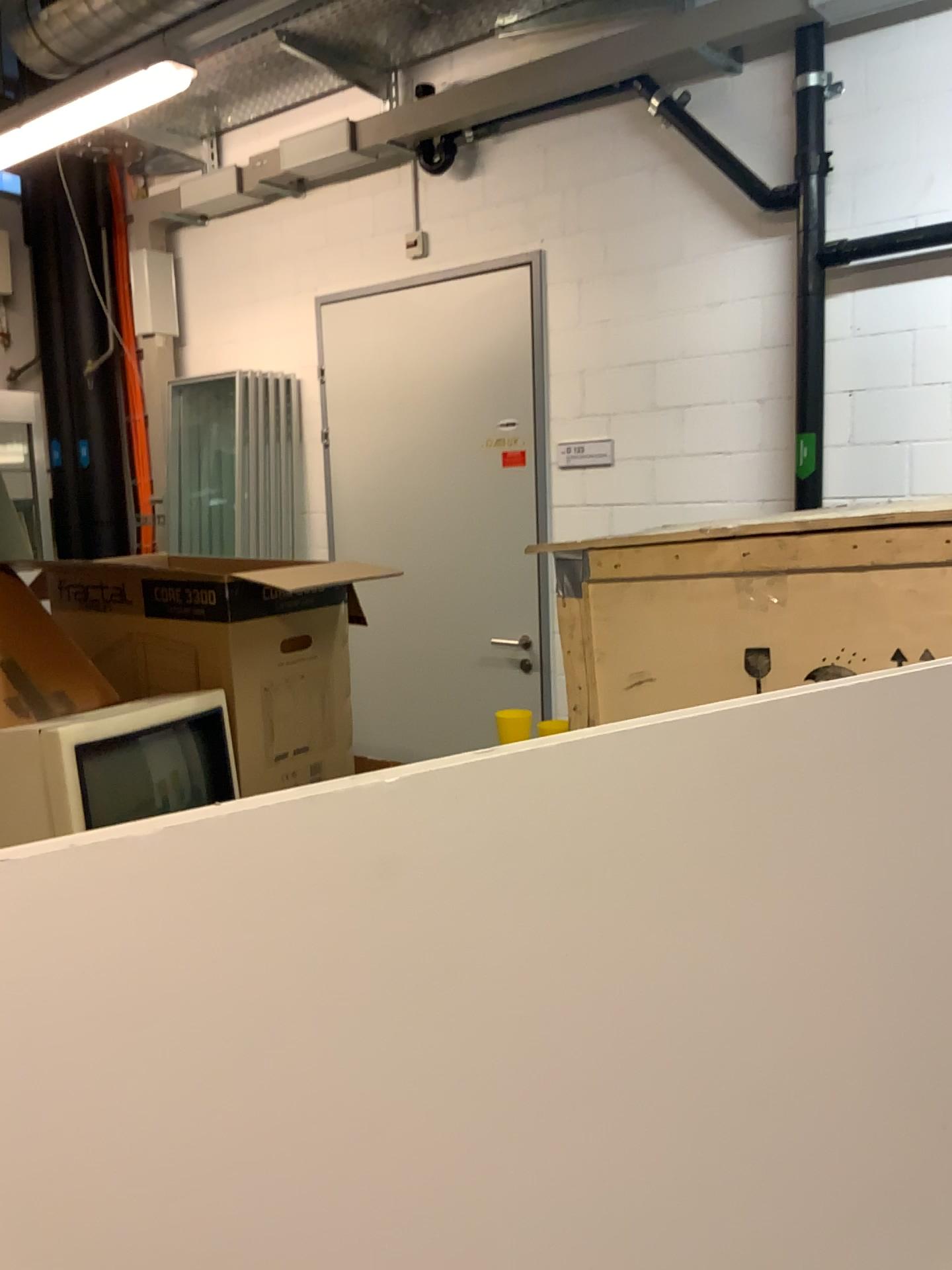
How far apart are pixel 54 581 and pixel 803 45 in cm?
248

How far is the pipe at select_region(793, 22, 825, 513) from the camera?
→ 2.95m

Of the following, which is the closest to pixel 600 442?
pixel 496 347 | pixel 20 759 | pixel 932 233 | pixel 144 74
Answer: pixel 496 347

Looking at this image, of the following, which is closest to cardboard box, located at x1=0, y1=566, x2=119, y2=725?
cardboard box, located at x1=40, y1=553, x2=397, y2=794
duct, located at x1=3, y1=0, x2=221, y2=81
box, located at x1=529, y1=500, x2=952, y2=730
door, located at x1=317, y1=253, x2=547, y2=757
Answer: cardboard box, located at x1=40, y1=553, x2=397, y2=794

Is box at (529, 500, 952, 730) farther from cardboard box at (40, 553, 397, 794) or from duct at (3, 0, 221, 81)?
duct at (3, 0, 221, 81)

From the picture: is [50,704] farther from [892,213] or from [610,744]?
[892,213]

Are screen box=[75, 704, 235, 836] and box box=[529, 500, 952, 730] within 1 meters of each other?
yes

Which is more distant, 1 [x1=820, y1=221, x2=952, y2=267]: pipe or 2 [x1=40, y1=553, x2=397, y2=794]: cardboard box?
1 [x1=820, y1=221, x2=952, y2=267]: pipe

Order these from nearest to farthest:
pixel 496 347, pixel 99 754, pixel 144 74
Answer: pixel 99 754 → pixel 144 74 → pixel 496 347

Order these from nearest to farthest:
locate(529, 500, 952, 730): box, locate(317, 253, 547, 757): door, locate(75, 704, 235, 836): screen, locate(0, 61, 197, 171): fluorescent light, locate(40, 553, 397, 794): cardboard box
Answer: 1. locate(529, 500, 952, 730): box
2. locate(75, 704, 235, 836): screen
3. locate(40, 553, 397, 794): cardboard box
4. locate(0, 61, 197, 171): fluorescent light
5. locate(317, 253, 547, 757): door
